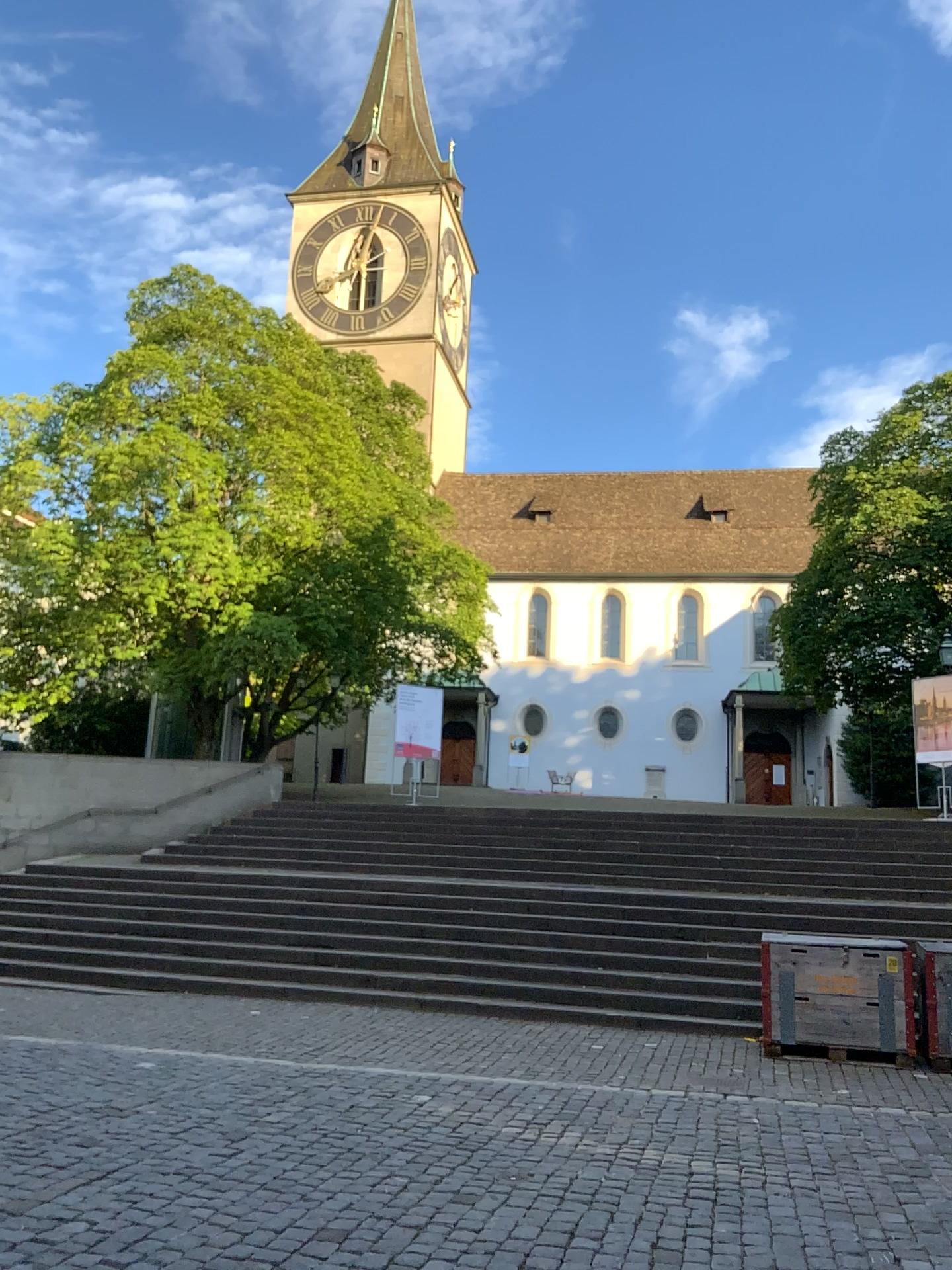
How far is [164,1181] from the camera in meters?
4.5
